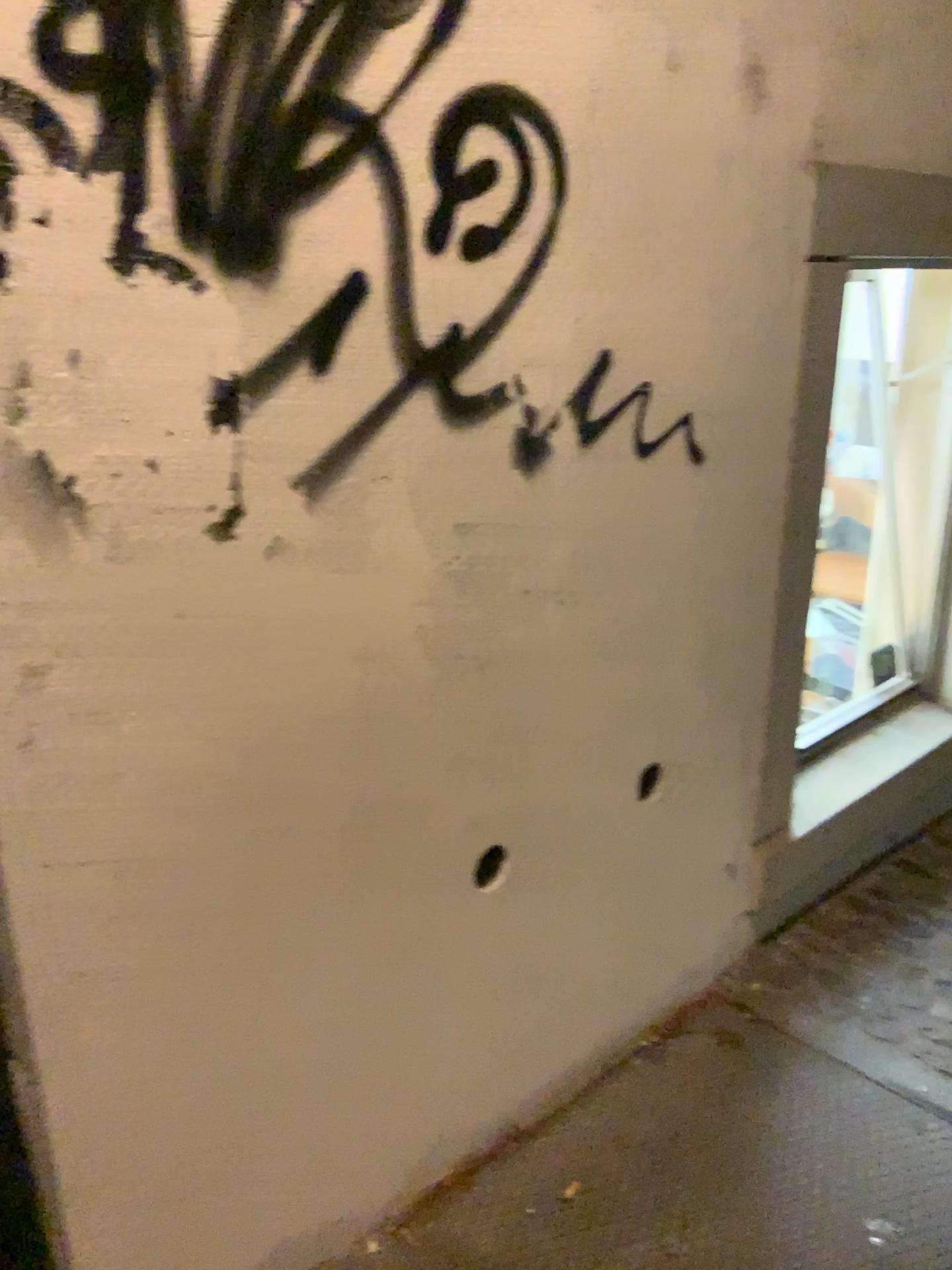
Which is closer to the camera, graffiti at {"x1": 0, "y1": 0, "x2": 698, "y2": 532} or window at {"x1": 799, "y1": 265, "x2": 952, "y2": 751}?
graffiti at {"x1": 0, "y1": 0, "x2": 698, "y2": 532}

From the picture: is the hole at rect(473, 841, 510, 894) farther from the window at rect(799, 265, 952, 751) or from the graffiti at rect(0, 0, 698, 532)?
the window at rect(799, 265, 952, 751)

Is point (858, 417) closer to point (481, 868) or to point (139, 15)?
point (481, 868)

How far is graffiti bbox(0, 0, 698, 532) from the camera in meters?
0.9 m

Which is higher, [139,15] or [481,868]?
[139,15]

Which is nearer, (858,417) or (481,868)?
(481,868)

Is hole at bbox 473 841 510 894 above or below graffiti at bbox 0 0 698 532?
below

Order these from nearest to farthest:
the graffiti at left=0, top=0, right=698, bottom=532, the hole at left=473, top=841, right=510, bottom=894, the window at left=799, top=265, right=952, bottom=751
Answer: the graffiti at left=0, top=0, right=698, bottom=532 < the hole at left=473, top=841, right=510, bottom=894 < the window at left=799, top=265, right=952, bottom=751

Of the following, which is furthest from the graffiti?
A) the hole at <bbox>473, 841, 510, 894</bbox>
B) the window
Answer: the window

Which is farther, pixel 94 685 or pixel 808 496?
pixel 808 496
